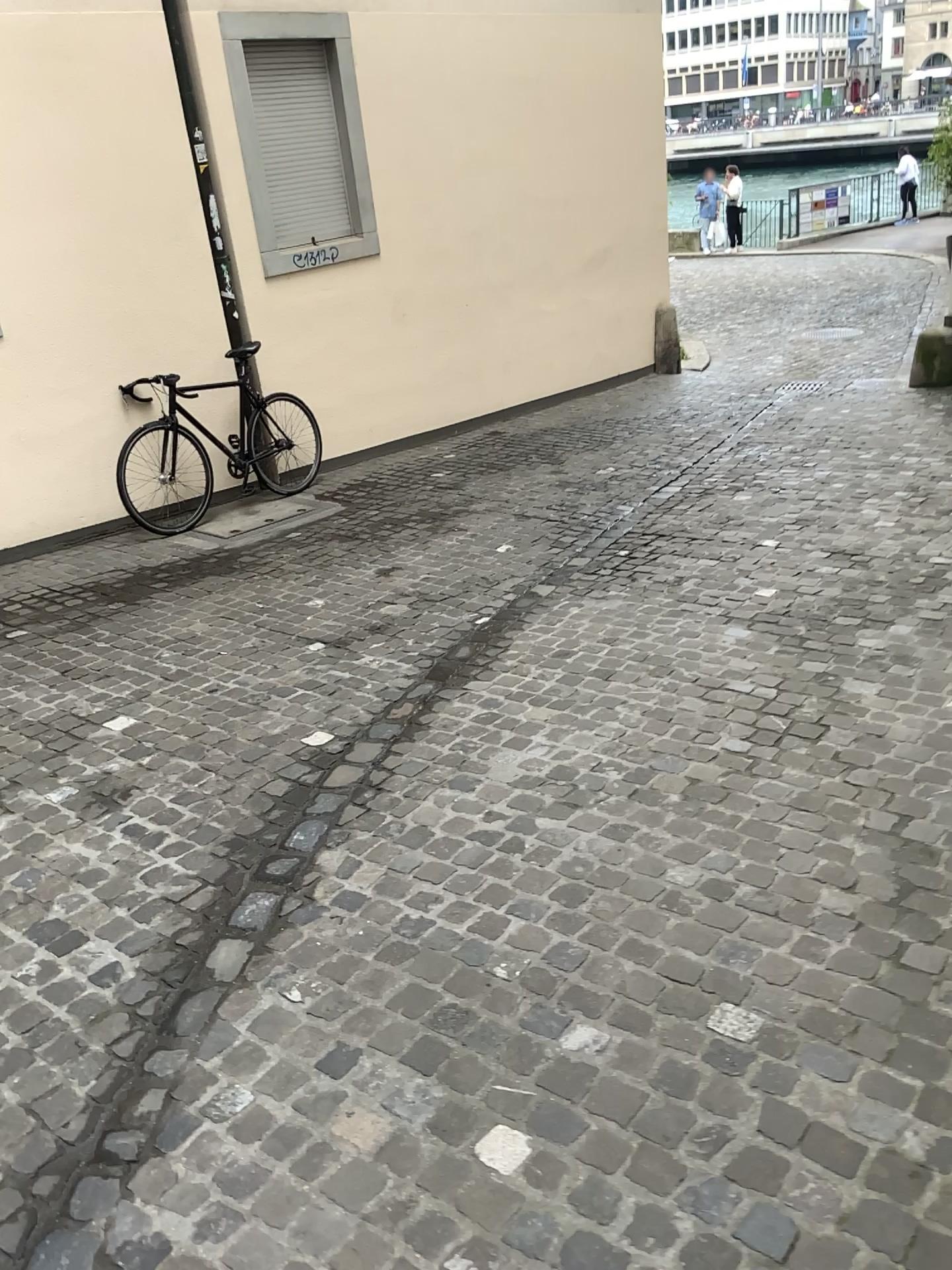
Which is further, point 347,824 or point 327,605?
point 327,605
